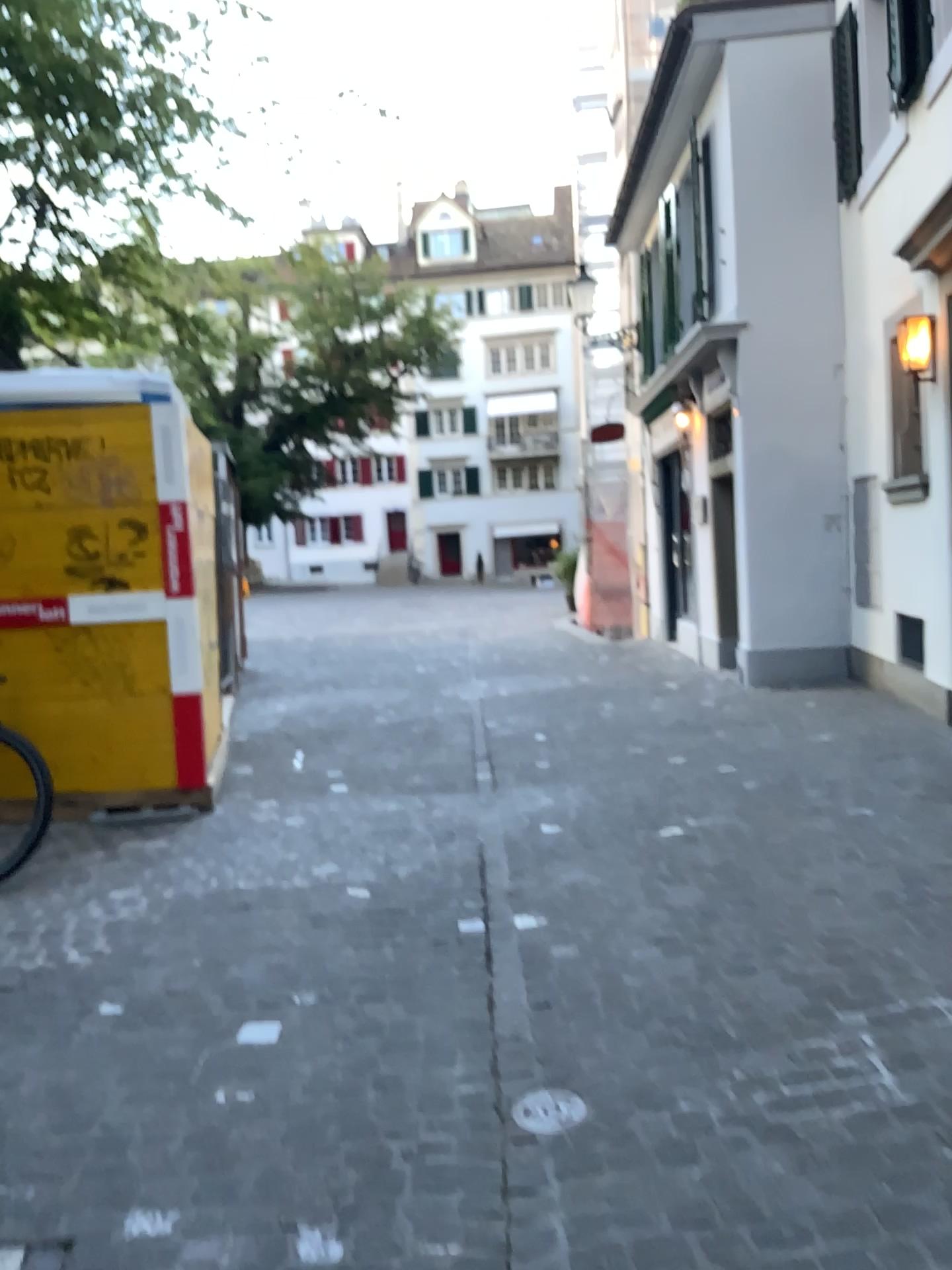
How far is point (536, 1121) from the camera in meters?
2.5 m

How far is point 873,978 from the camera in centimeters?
306cm

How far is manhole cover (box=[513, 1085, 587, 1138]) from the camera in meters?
2.5
